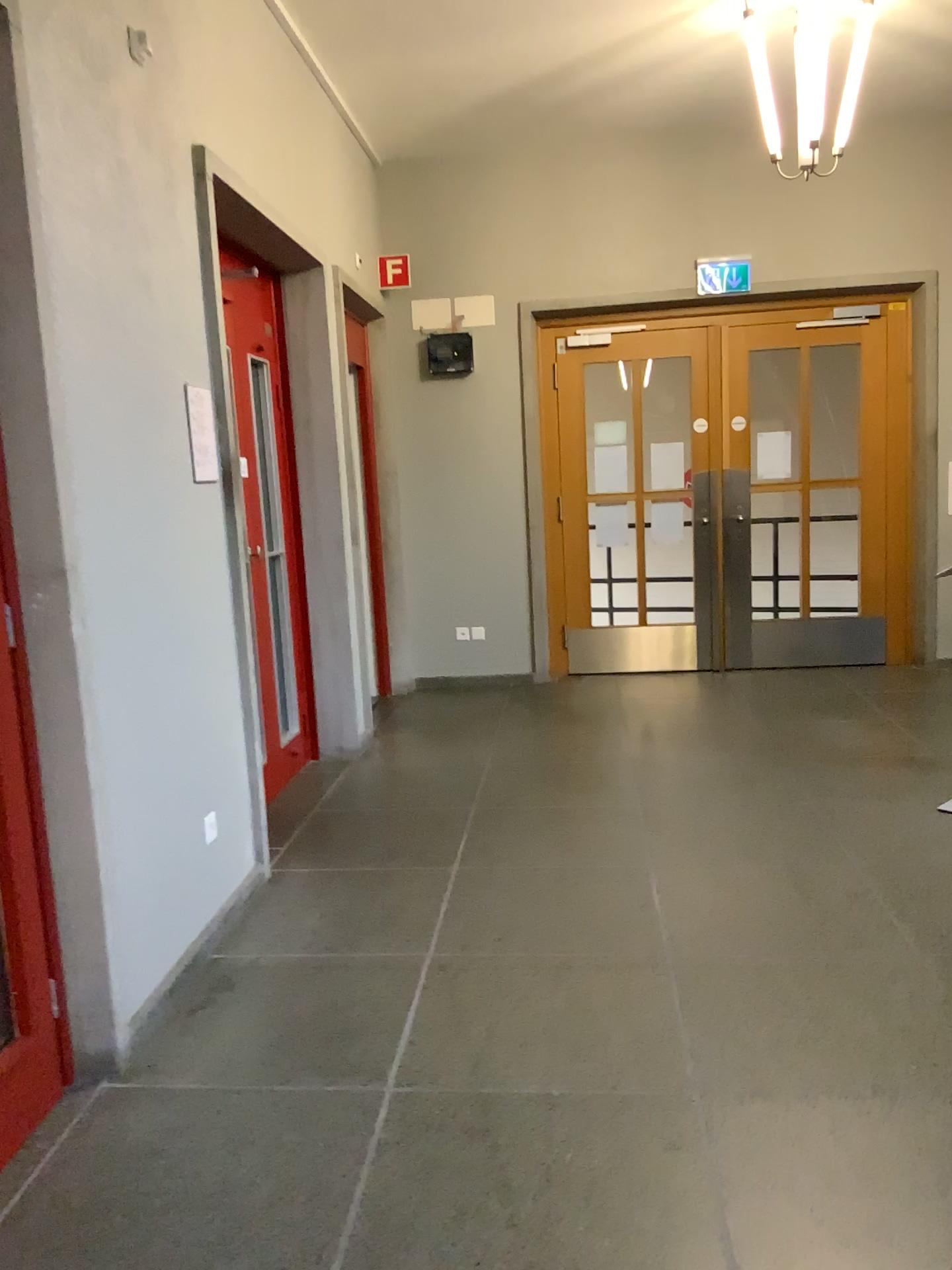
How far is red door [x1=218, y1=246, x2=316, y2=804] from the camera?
4.7 meters

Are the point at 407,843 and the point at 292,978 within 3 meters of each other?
yes

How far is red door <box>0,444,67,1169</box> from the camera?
2.3m

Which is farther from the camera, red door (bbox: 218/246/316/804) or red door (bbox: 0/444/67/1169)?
red door (bbox: 218/246/316/804)

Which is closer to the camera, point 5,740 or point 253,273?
point 5,740

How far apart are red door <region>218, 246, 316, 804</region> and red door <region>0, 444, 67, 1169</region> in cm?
214

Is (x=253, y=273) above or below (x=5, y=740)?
above

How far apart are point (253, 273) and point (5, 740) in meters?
3.0
